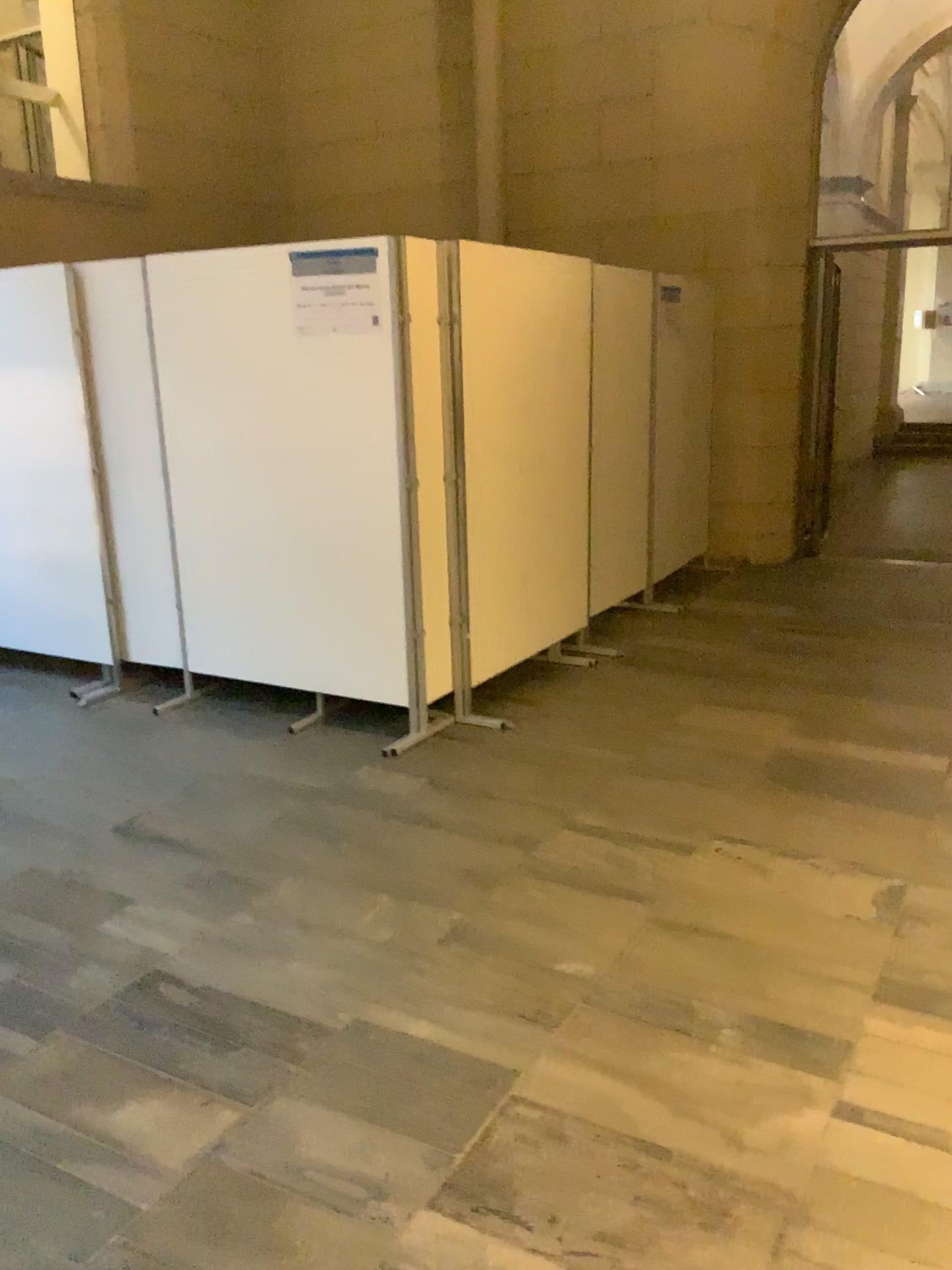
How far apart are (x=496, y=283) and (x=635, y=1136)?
3.33m

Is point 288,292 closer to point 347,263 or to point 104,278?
point 347,263

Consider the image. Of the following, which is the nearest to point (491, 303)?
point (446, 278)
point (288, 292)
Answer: point (446, 278)

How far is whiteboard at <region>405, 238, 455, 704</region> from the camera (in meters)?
3.98

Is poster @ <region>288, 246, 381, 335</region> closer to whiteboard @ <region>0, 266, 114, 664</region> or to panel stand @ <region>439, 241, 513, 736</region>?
panel stand @ <region>439, 241, 513, 736</region>

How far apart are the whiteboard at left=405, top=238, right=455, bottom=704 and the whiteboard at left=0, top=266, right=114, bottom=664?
1.72m

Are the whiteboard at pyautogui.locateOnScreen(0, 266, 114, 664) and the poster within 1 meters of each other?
no

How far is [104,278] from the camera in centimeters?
460cm

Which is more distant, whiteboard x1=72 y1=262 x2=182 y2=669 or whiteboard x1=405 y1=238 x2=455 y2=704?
whiteboard x1=72 y1=262 x2=182 y2=669

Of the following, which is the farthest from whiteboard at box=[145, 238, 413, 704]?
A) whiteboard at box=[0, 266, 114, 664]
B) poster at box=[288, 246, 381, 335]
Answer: whiteboard at box=[0, 266, 114, 664]
